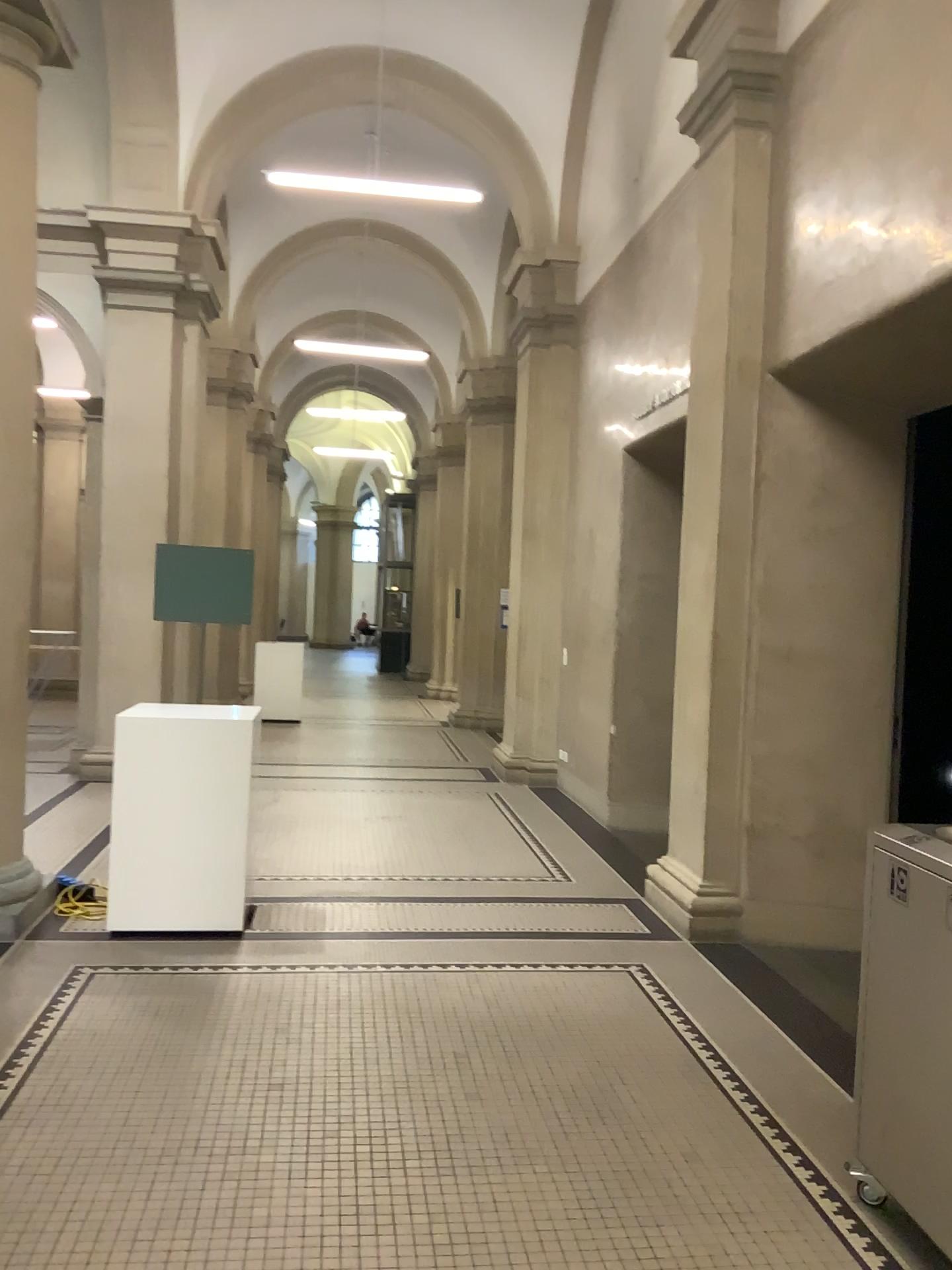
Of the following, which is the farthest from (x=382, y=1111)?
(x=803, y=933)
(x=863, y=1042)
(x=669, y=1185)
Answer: (x=803, y=933)
